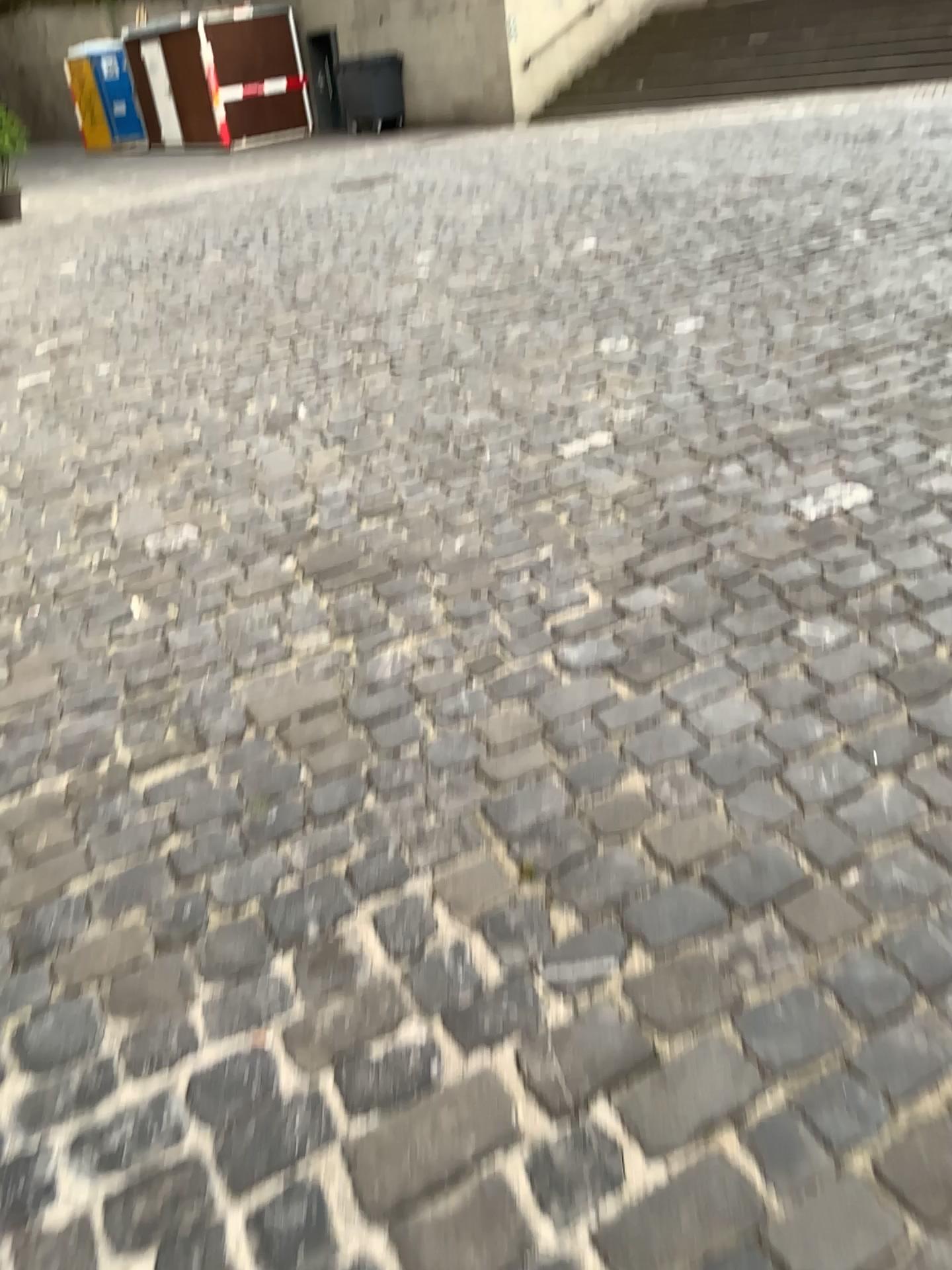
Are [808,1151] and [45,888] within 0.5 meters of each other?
no
